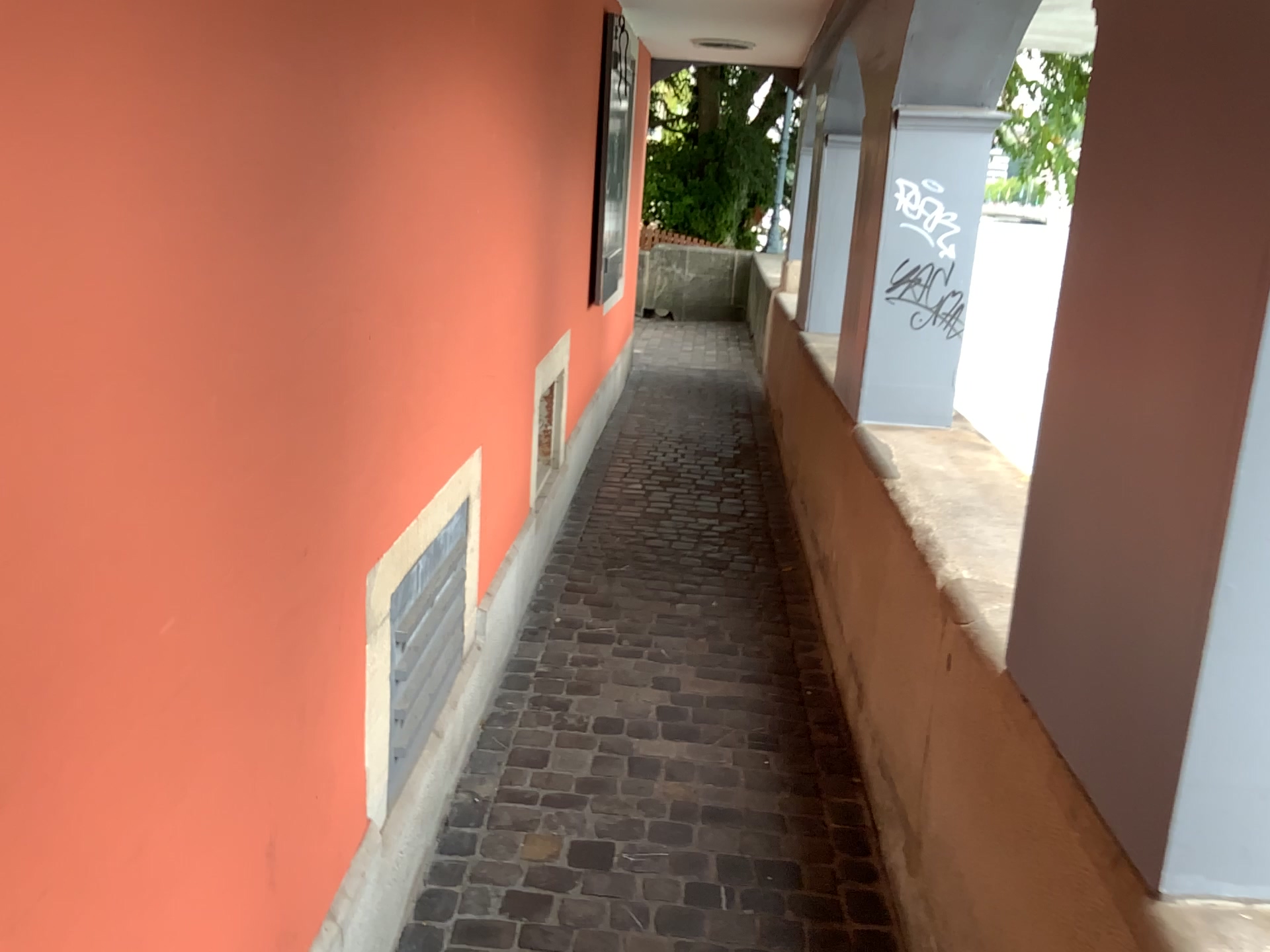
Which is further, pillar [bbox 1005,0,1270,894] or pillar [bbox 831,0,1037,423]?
pillar [bbox 831,0,1037,423]

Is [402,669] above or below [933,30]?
below

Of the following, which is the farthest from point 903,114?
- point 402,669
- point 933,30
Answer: point 402,669

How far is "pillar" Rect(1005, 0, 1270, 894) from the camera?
1.00m

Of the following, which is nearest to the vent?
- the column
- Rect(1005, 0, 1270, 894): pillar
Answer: Rect(1005, 0, 1270, 894): pillar

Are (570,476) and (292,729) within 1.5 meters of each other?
no

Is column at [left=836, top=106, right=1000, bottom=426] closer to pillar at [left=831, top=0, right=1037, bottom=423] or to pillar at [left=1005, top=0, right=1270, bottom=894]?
pillar at [left=831, top=0, right=1037, bottom=423]

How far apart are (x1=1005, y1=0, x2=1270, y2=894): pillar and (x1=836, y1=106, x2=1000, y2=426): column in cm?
168

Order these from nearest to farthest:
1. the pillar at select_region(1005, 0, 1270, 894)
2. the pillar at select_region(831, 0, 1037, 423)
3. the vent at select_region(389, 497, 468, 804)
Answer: the pillar at select_region(1005, 0, 1270, 894) < the vent at select_region(389, 497, 468, 804) < the pillar at select_region(831, 0, 1037, 423)

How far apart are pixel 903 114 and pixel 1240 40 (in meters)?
2.16
